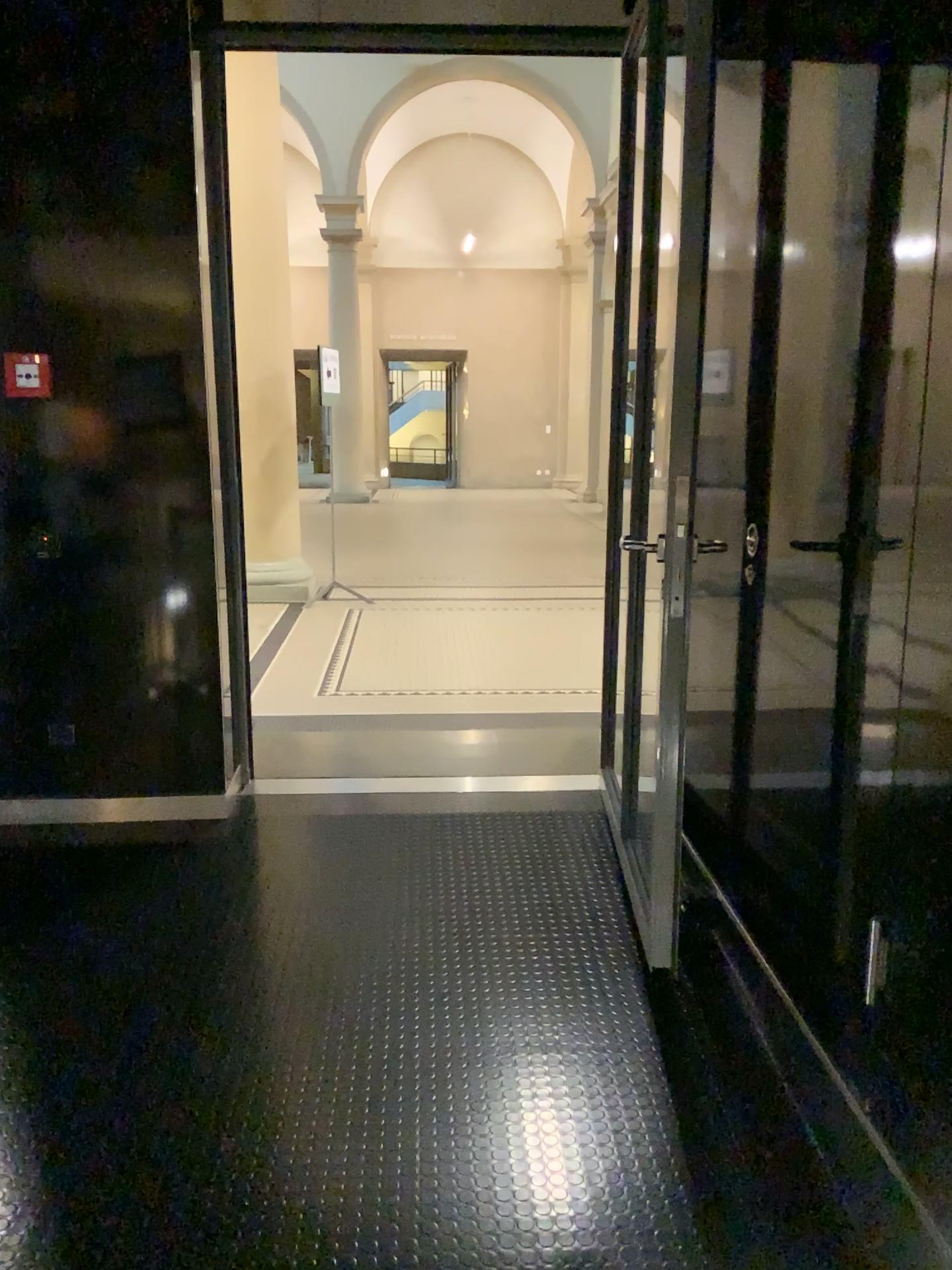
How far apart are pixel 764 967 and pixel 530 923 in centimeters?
72cm
